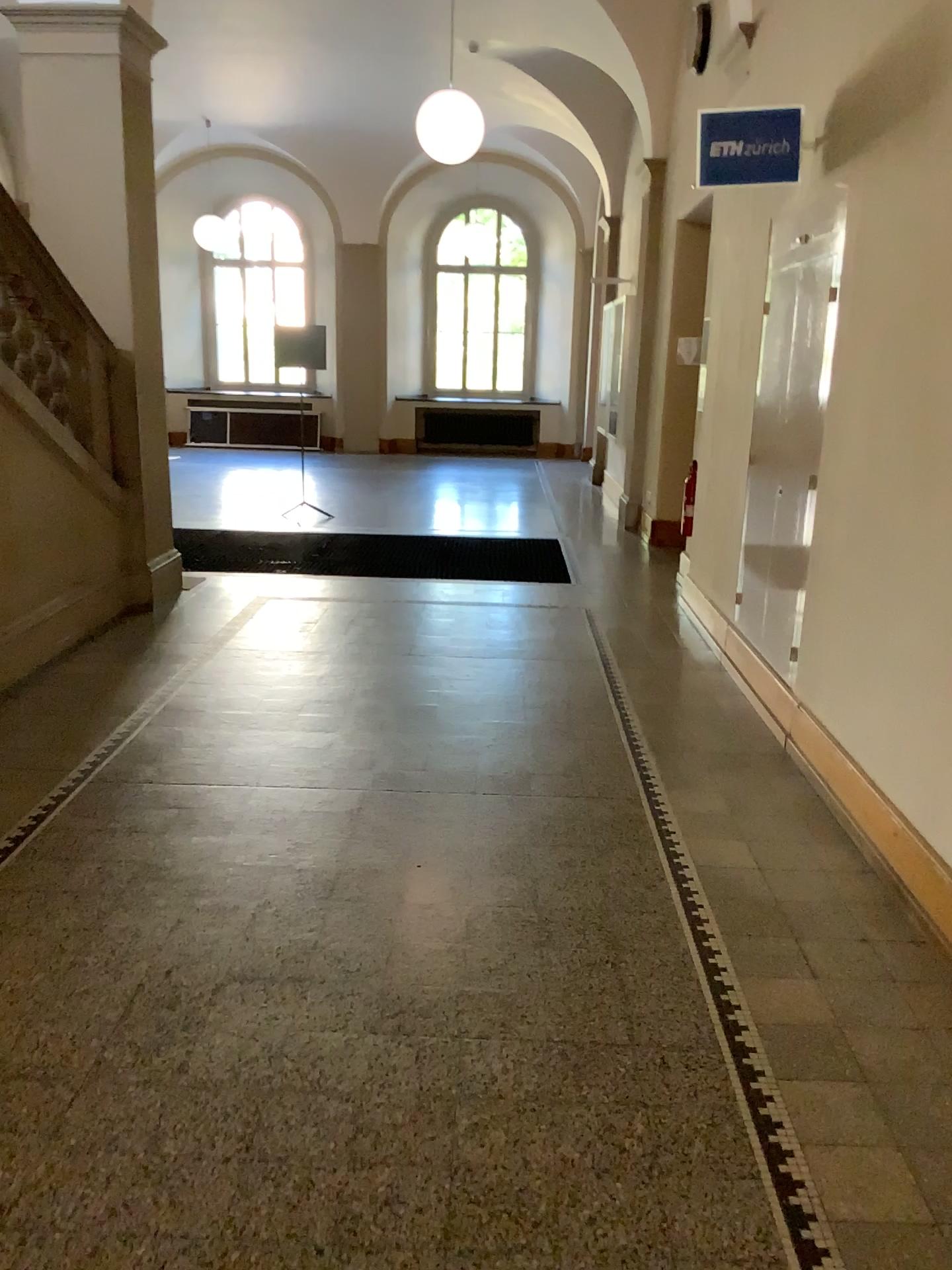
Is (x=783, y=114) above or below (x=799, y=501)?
above

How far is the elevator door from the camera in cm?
454

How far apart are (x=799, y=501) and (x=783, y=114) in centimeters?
157cm

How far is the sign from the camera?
4.3m

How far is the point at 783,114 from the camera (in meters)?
4.28

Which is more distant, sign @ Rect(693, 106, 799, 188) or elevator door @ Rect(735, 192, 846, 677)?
elevator door @ Rect(735, 192, 846, 677)

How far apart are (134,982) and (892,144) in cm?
344
